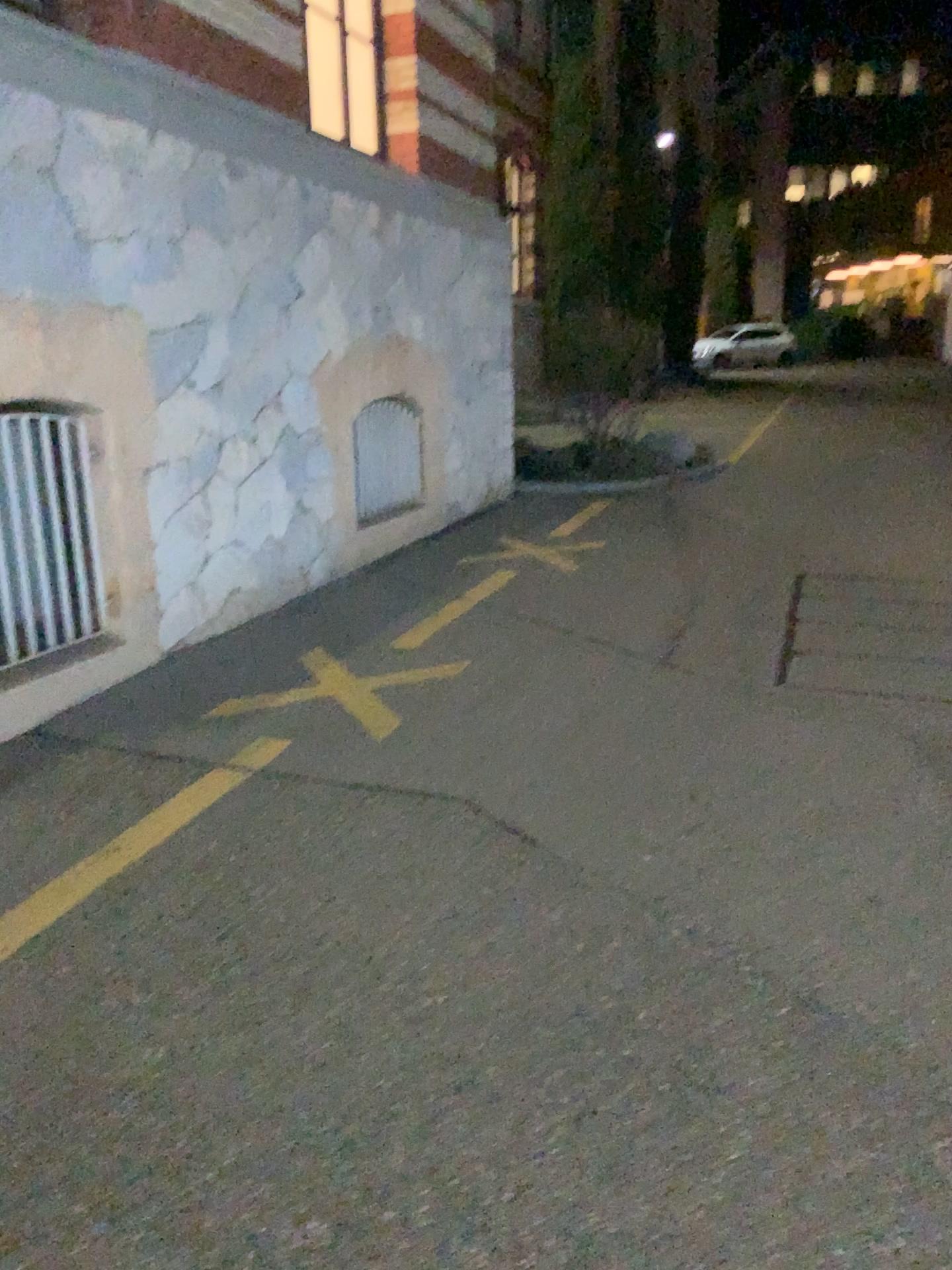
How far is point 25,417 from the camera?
4.03m

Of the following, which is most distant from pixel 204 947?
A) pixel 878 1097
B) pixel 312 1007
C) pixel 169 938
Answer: pixel 878 1097

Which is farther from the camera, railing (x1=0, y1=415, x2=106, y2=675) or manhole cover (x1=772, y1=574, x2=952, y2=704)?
manhole cover (x1=772, y1=574, x2=952, y2=704)

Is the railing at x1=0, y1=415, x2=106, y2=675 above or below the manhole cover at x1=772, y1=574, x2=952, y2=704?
above

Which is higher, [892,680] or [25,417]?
[25,417]

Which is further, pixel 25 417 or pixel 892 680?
pixel 892 680

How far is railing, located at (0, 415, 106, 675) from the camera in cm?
403
